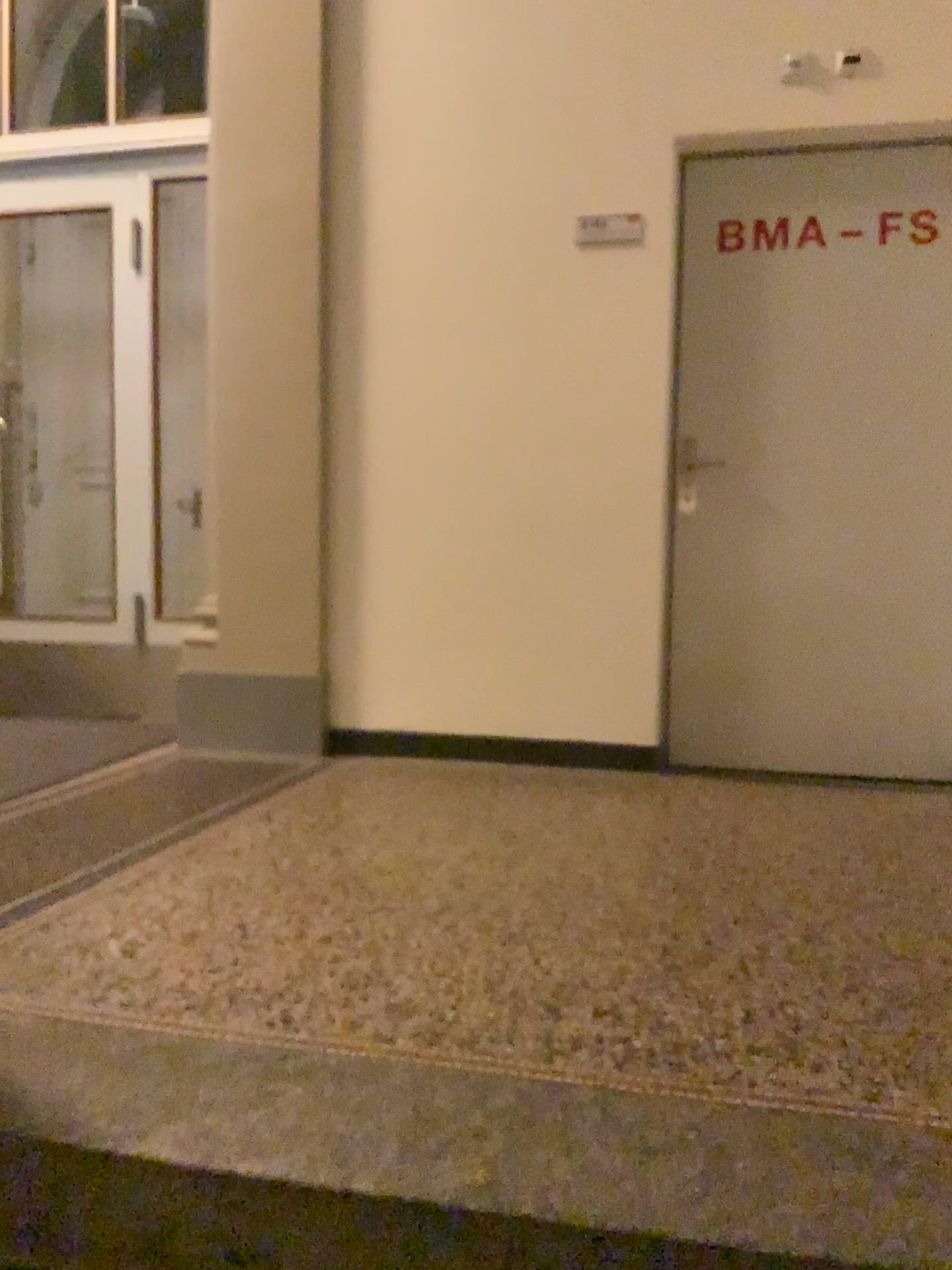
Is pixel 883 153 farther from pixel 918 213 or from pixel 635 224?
pixel 635 224

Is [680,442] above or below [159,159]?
below

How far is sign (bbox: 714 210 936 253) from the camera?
3.33m

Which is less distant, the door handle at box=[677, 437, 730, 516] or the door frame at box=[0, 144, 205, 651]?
the door handle at box=[677, 437, 730, 516]

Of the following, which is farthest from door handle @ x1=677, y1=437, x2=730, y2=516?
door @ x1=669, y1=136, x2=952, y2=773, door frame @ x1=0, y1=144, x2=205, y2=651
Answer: door frame @ x1=0, y1=144, x2=205, y2=651

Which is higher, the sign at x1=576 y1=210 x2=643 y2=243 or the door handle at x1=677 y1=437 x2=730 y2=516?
the sign at x1=576 y1=210 x2=643 y2=243

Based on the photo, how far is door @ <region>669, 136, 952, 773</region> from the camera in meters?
3.4

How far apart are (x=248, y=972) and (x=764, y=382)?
2.5m

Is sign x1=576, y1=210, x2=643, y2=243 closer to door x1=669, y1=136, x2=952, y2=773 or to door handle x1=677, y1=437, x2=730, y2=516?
door x1=669, y1=136, x2=952, y2=773

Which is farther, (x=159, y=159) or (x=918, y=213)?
(x=159, y=159)
